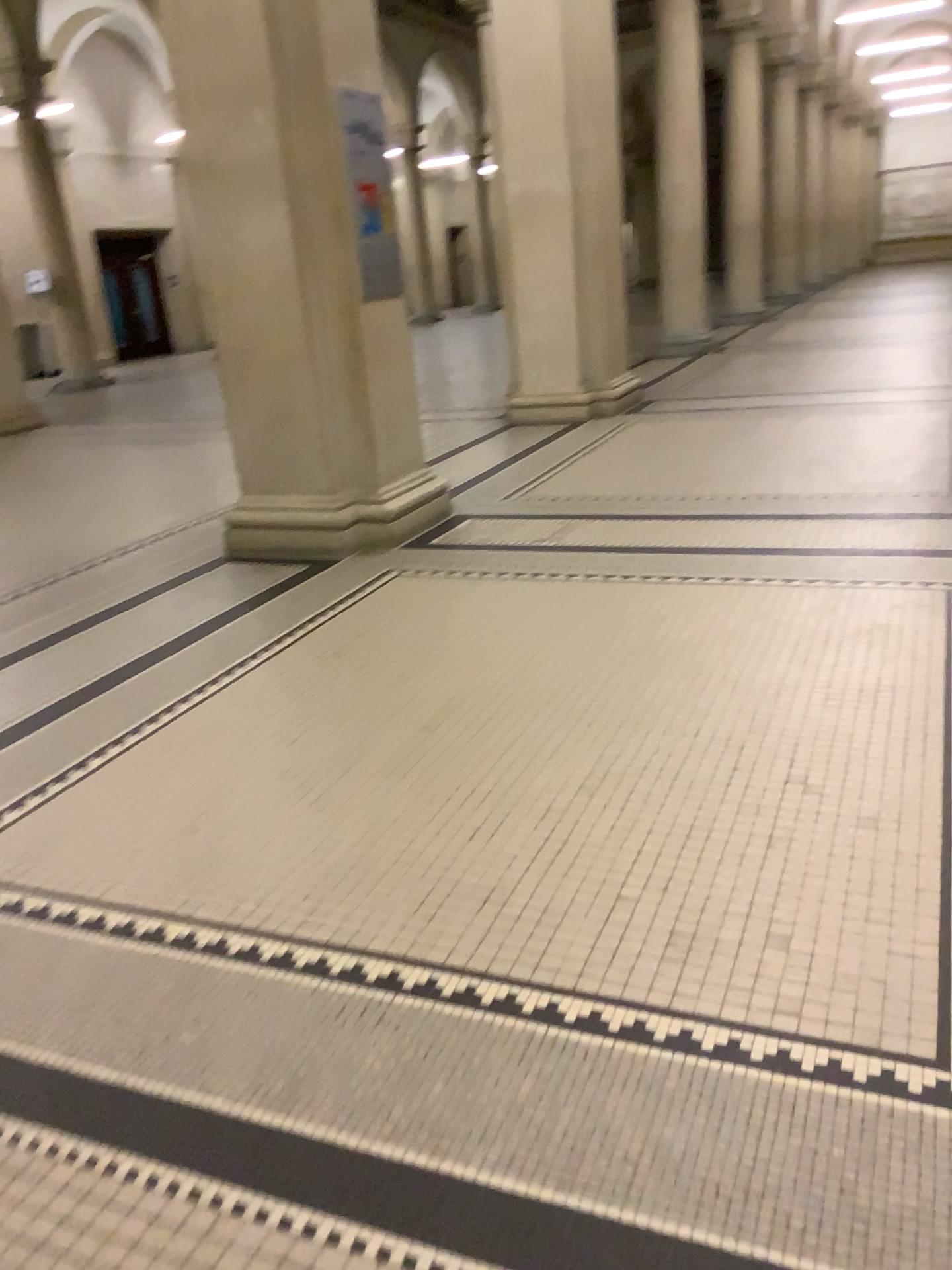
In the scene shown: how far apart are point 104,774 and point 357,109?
3.4 meters
